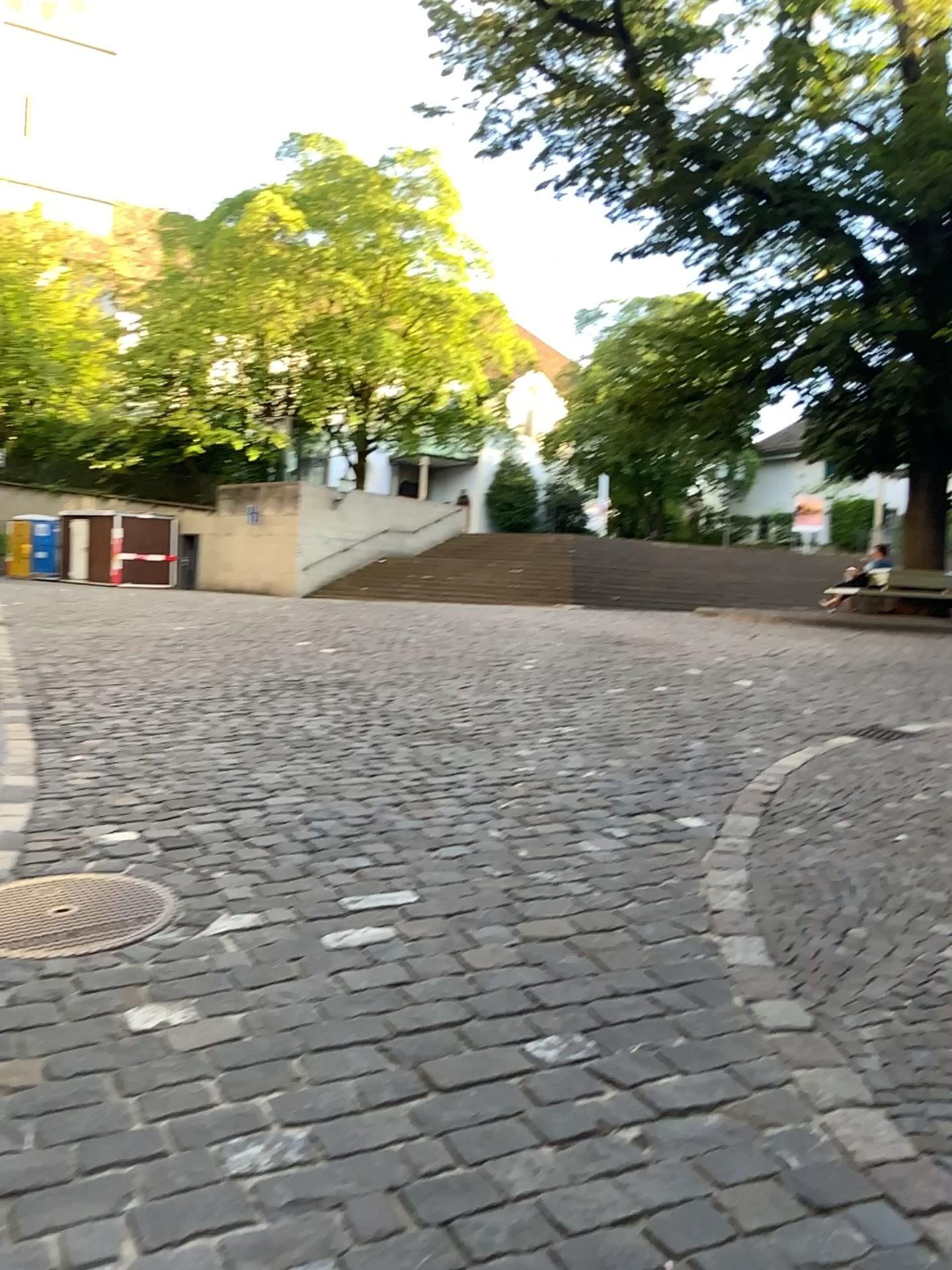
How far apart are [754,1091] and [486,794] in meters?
2.7 m
